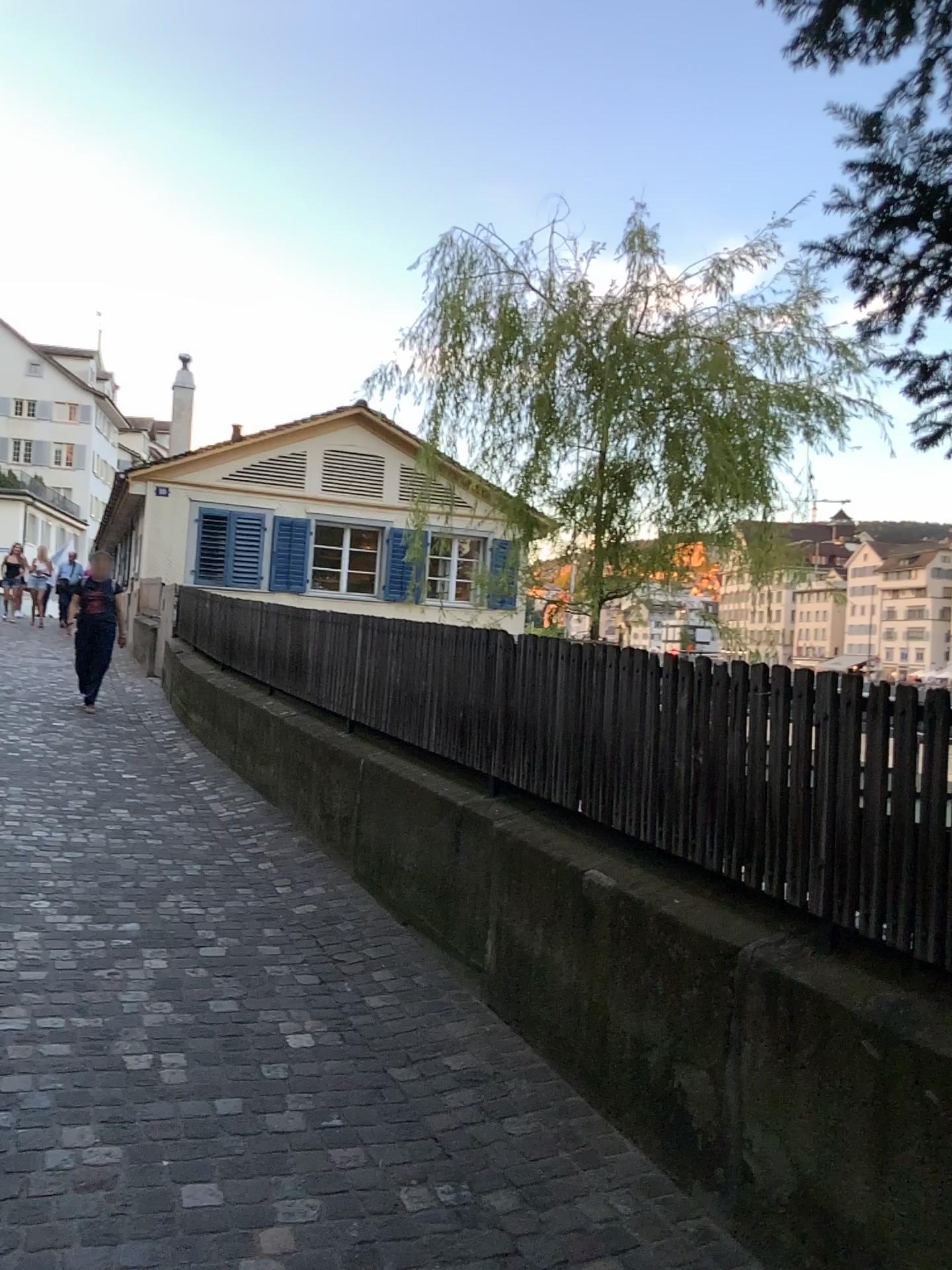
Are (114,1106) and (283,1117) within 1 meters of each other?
yes
